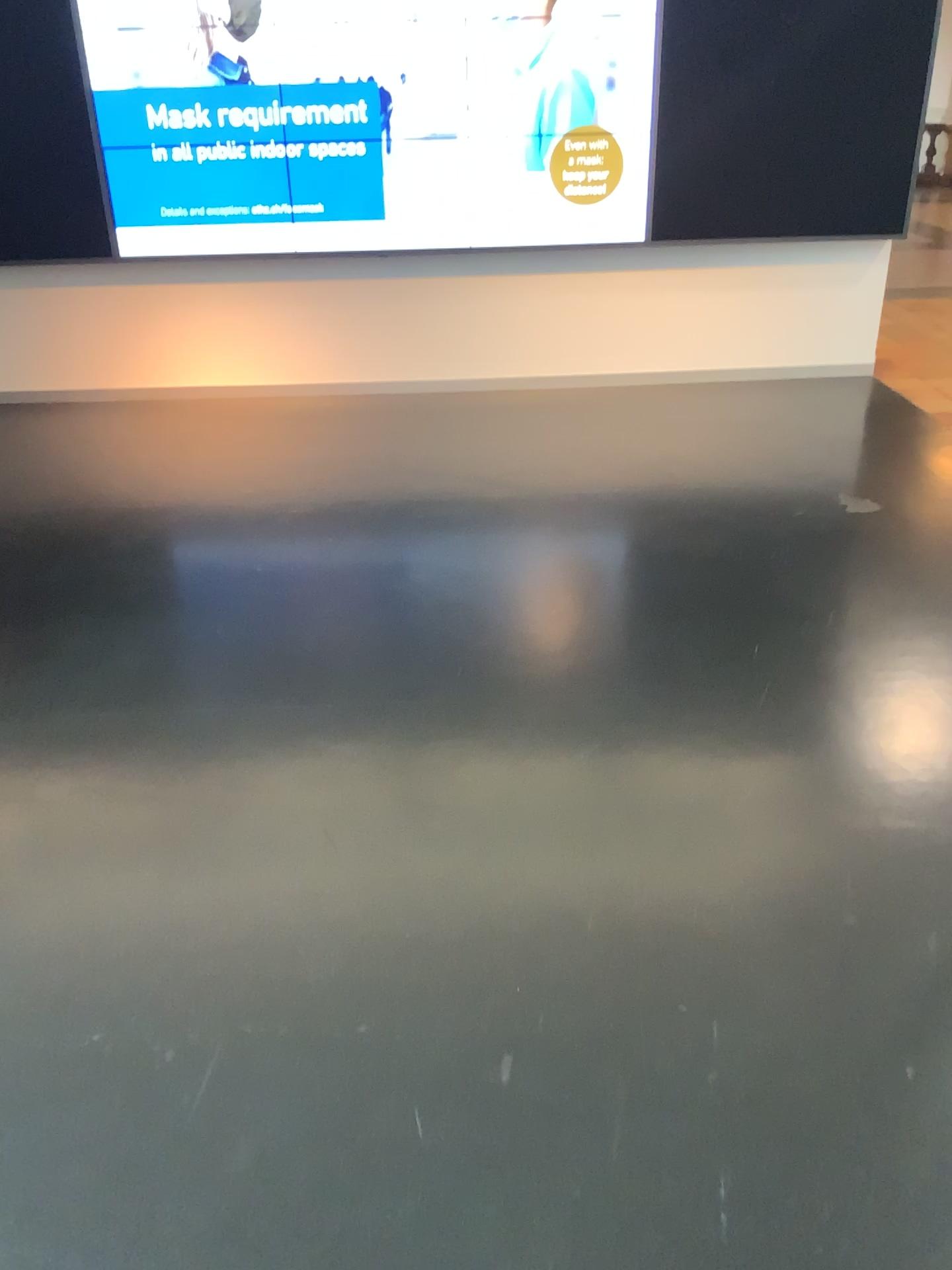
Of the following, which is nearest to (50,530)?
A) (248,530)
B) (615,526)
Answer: (248,530)
